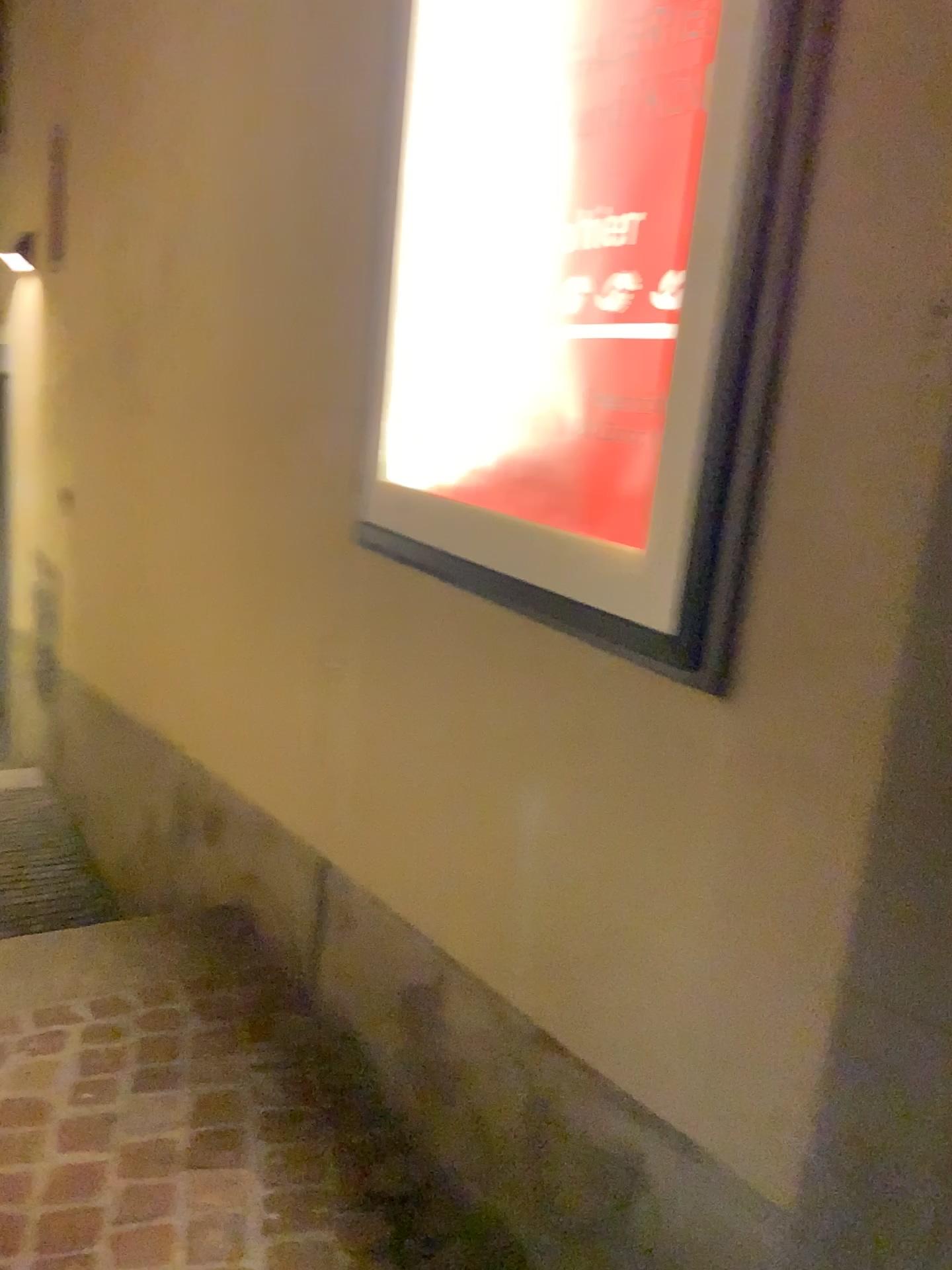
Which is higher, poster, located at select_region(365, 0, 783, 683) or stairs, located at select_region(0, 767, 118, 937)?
poster, located at select_region(365, 0, 783, 683)

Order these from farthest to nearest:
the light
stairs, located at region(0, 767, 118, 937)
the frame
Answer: stairs, located at region(0, 767, 118, 937) → the light → the frame

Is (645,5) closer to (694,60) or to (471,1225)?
(694,60)

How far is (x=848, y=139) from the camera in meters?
1.0 m

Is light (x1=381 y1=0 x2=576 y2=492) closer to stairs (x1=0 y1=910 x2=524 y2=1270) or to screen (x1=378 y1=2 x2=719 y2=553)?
screen (x1=378 y1=2 x2=719 y2=553)

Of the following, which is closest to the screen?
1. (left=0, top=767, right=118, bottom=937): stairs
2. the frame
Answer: the frame

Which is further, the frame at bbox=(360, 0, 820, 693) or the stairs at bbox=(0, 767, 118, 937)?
the stairs at bbox=(0, 767, 118, 937)

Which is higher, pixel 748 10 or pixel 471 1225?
pixel 748 10

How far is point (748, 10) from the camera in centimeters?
107cm

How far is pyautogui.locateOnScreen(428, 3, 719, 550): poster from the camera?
1.27m
